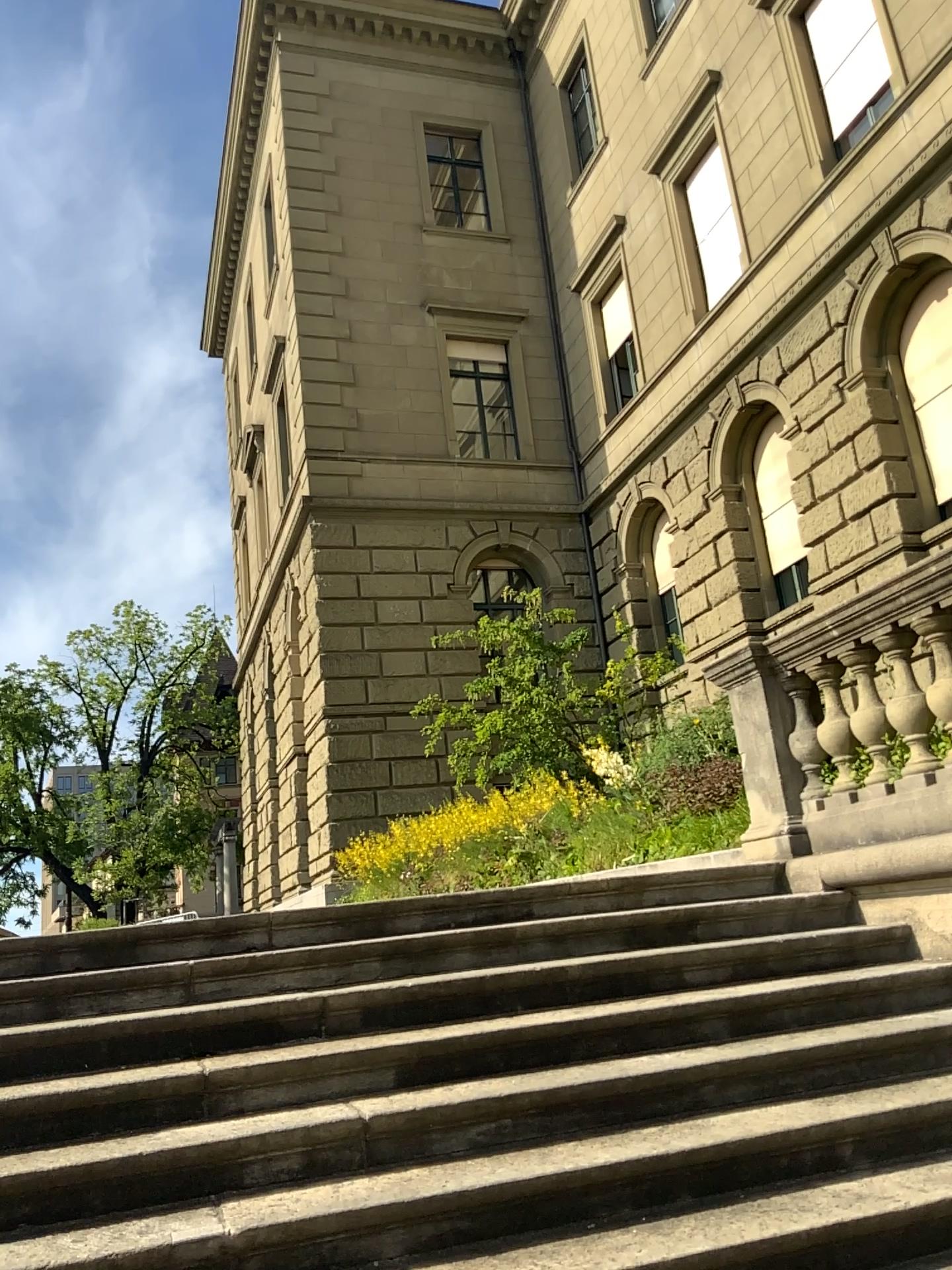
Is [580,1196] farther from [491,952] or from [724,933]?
[724,933]
